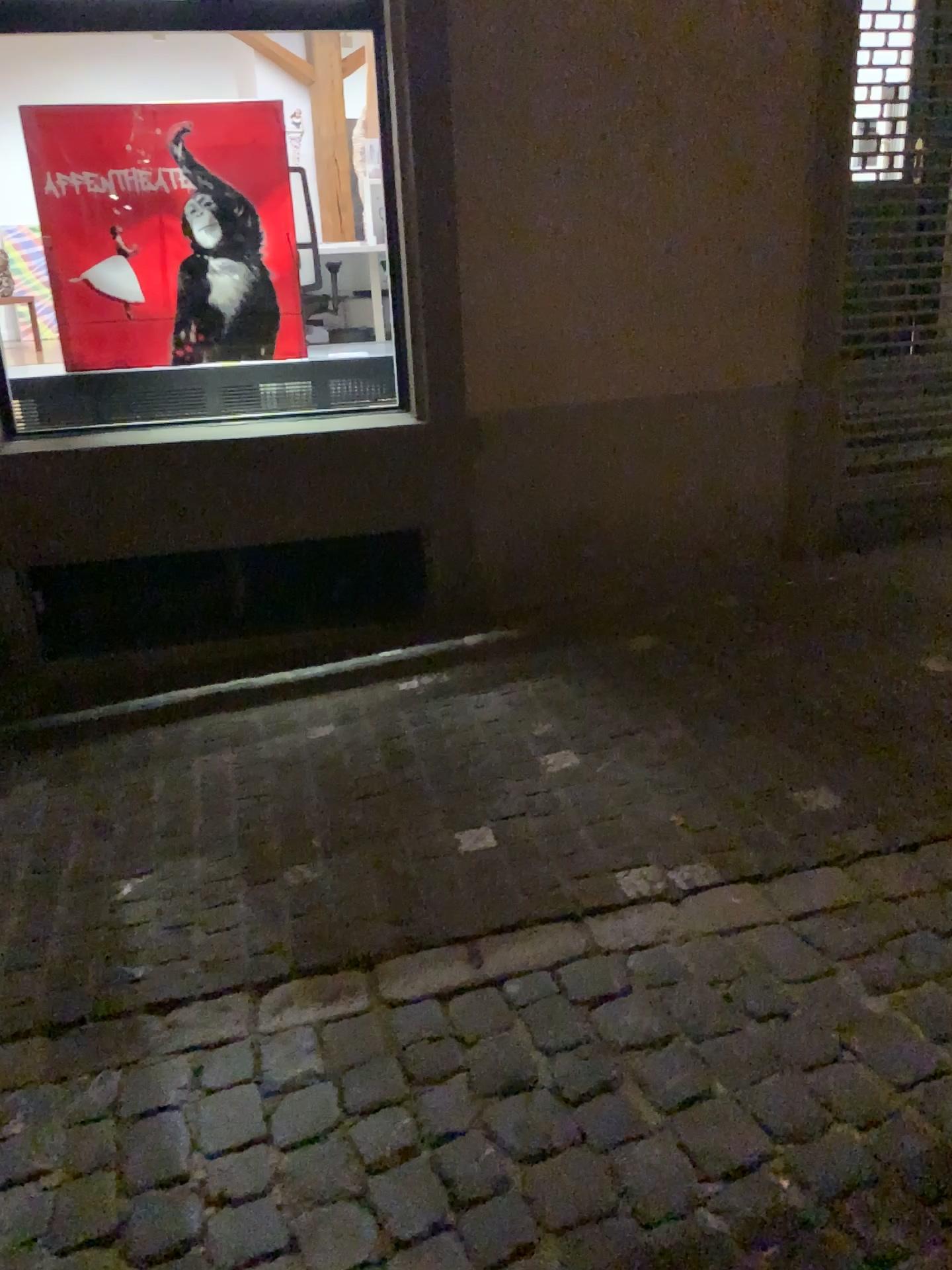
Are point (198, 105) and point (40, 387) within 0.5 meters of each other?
no

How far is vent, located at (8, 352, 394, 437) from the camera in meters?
3.9 m

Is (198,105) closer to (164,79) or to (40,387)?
(164,79)

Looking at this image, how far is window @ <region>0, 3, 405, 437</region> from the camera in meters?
3.7 m

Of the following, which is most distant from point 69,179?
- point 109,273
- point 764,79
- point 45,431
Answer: point 764,79

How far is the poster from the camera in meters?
3.7

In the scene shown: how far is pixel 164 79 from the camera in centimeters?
371cm
